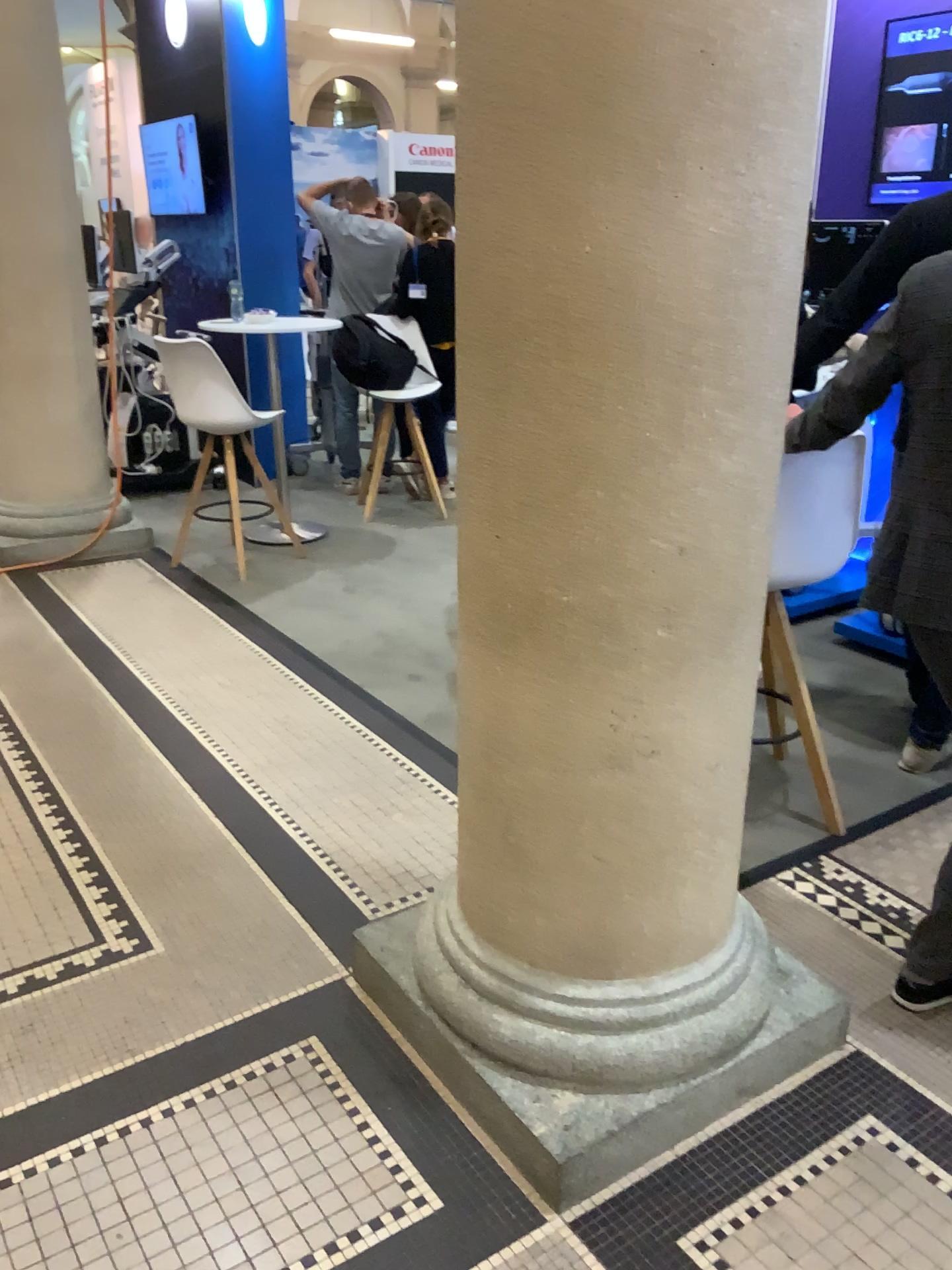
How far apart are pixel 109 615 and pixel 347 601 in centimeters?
101cm

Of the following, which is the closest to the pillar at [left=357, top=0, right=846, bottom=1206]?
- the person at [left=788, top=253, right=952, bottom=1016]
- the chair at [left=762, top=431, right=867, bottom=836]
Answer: the person at [left=788, top=253, right=952, bottom=1016]

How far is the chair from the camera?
2.5m

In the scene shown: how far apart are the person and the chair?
0.3 meters

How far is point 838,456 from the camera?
2.5m

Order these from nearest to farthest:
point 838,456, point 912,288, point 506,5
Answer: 1. point 506,5
2. point 912,288
3. point 838,456

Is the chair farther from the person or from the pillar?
the pillar

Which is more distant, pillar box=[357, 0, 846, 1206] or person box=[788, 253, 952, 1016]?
person box=[788, 253, 952, 1016]

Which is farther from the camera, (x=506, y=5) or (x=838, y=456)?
(x=838, y=456)

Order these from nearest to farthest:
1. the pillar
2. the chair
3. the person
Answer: the pillar < the person < the chair
